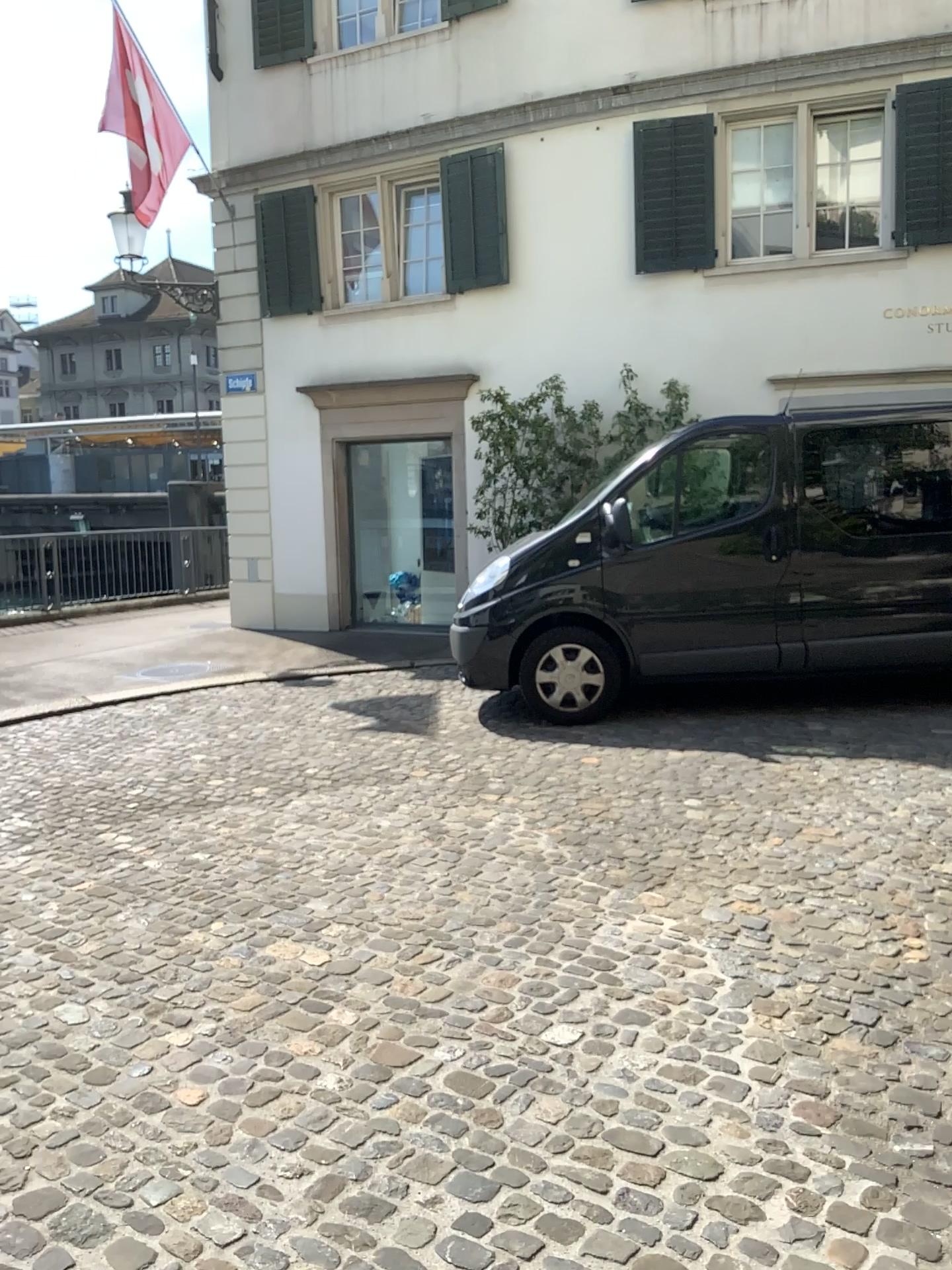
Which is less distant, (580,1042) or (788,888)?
(580,1042)
